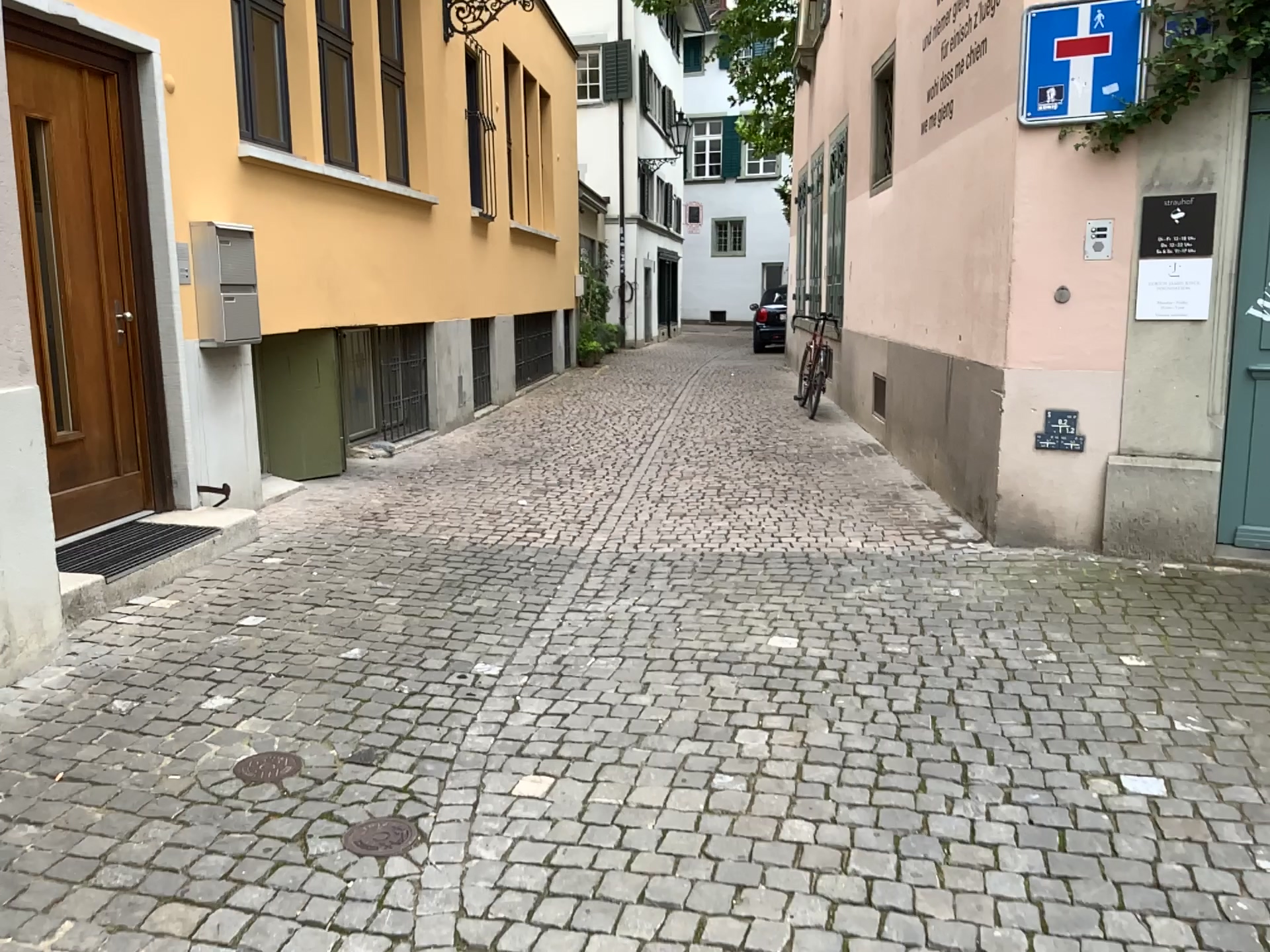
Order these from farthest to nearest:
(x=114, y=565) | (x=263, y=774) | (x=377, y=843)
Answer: (x=114, y=565), (x=263, y=774), (x=377, y=843)

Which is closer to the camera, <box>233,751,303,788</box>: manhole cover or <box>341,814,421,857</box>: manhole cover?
<box>341,814,421,857</box>: manhole cover

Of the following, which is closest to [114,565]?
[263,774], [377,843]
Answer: [263,774]

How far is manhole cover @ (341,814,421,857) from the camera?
2.71m

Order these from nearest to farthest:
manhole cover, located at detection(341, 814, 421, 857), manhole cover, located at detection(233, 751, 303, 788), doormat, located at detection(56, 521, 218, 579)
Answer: manhole cover, located at detection(341, 814, 421, 857), manhole cover, located at detection(233, 751, 303, 788), doormat, located at detection(56, 521, 218, 579)

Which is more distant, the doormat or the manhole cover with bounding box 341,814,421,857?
the doormat

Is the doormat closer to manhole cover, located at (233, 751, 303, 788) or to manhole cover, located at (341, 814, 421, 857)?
manhole cover, located at (233, 751, 303, 788)

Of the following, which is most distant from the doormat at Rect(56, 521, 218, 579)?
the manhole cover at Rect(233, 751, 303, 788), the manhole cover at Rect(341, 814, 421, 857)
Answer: the manhole cover at Rect(341, 814, 421, 857)

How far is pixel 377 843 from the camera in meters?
2.7

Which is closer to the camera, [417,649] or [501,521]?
[417,649]
